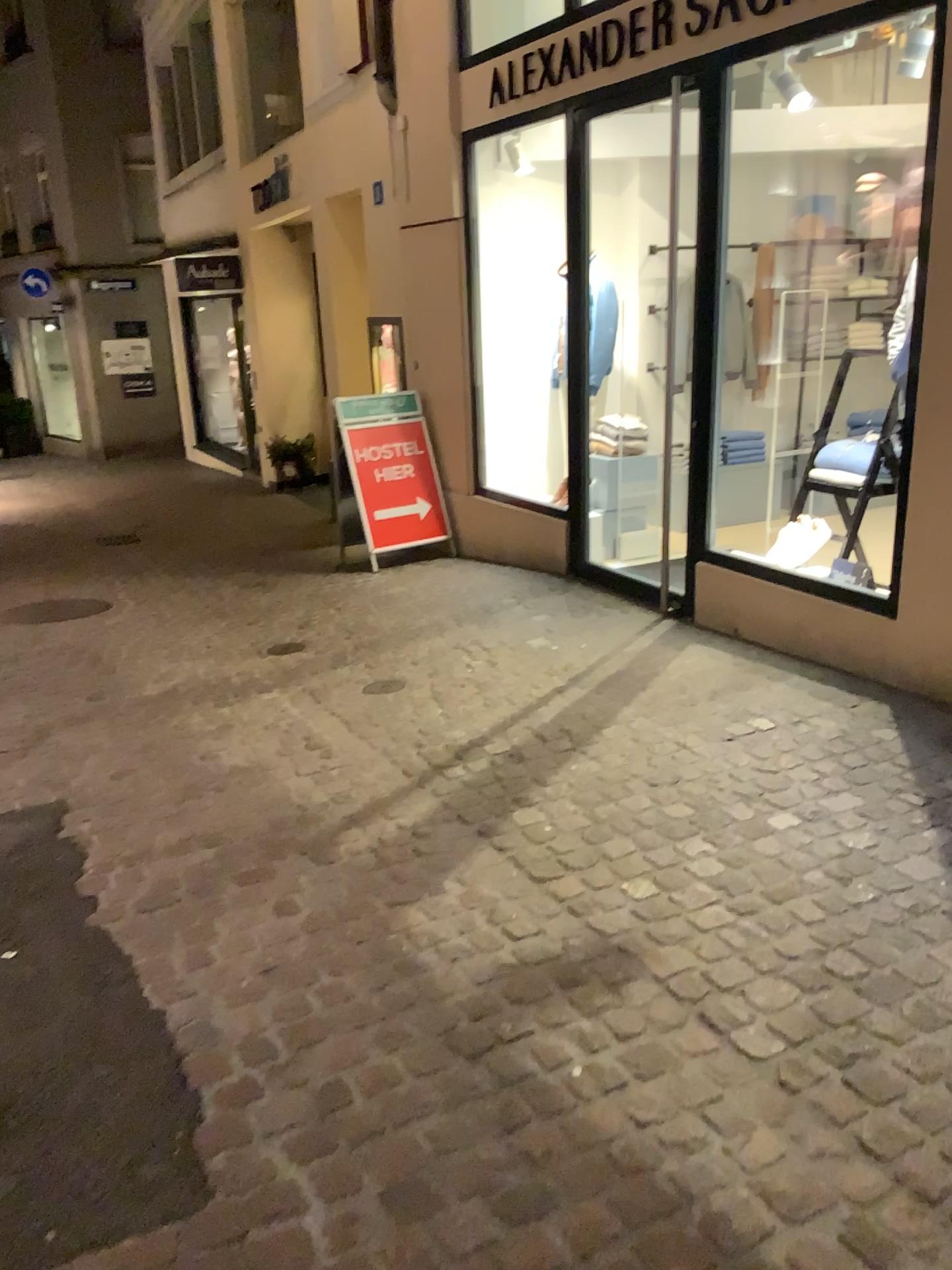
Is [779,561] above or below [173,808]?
above
